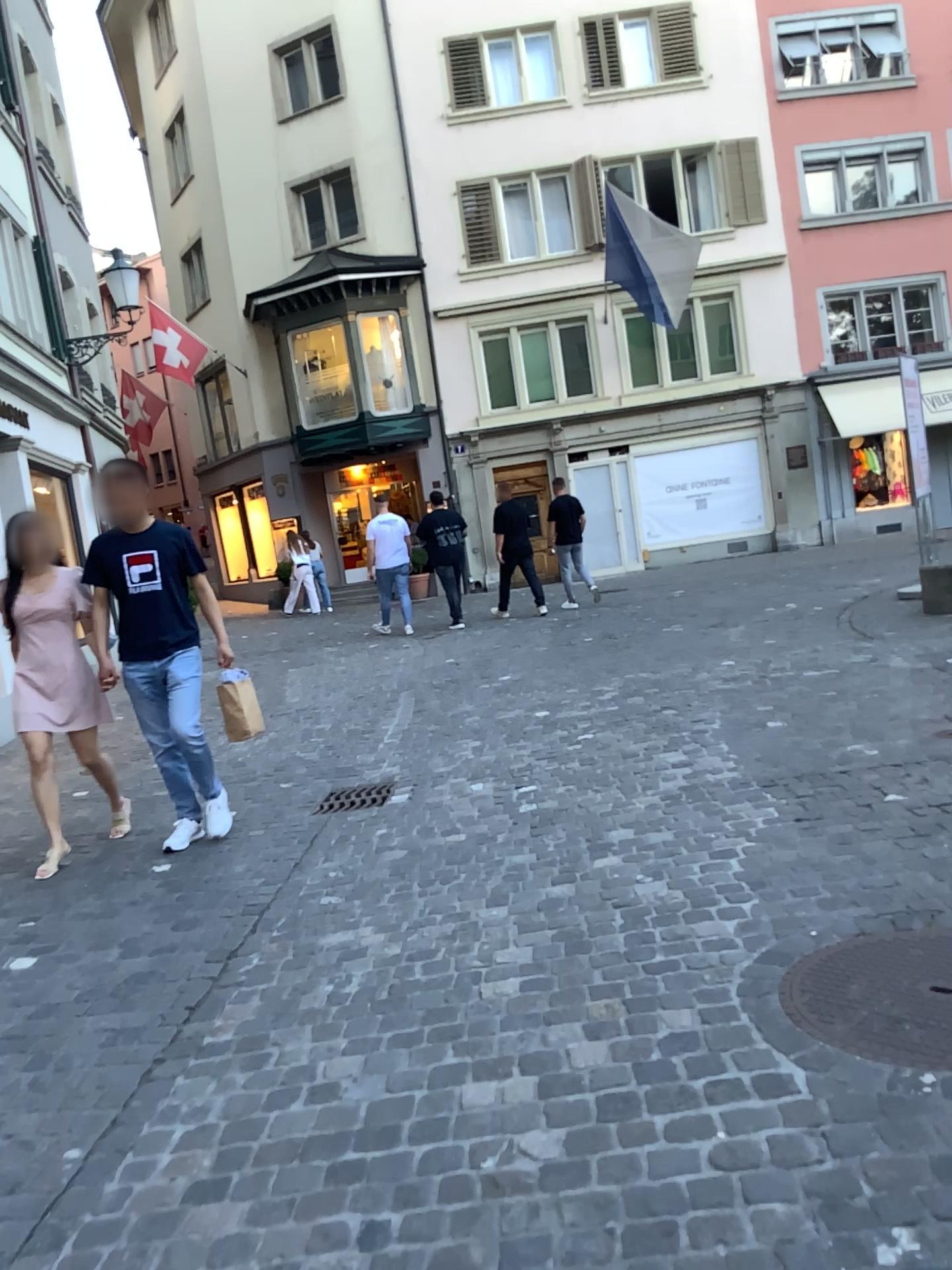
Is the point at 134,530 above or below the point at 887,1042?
above

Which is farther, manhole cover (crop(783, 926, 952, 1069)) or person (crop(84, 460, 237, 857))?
person (crop(84, 460, 237, 857))

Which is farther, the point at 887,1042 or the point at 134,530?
the point at 134,530

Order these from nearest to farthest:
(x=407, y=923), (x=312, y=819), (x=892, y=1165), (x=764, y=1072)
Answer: (x=892, y=1165) → (x=764, y=1072) → (x=407, y=923) → (x=312, y=819)

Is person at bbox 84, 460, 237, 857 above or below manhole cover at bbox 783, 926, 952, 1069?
above
